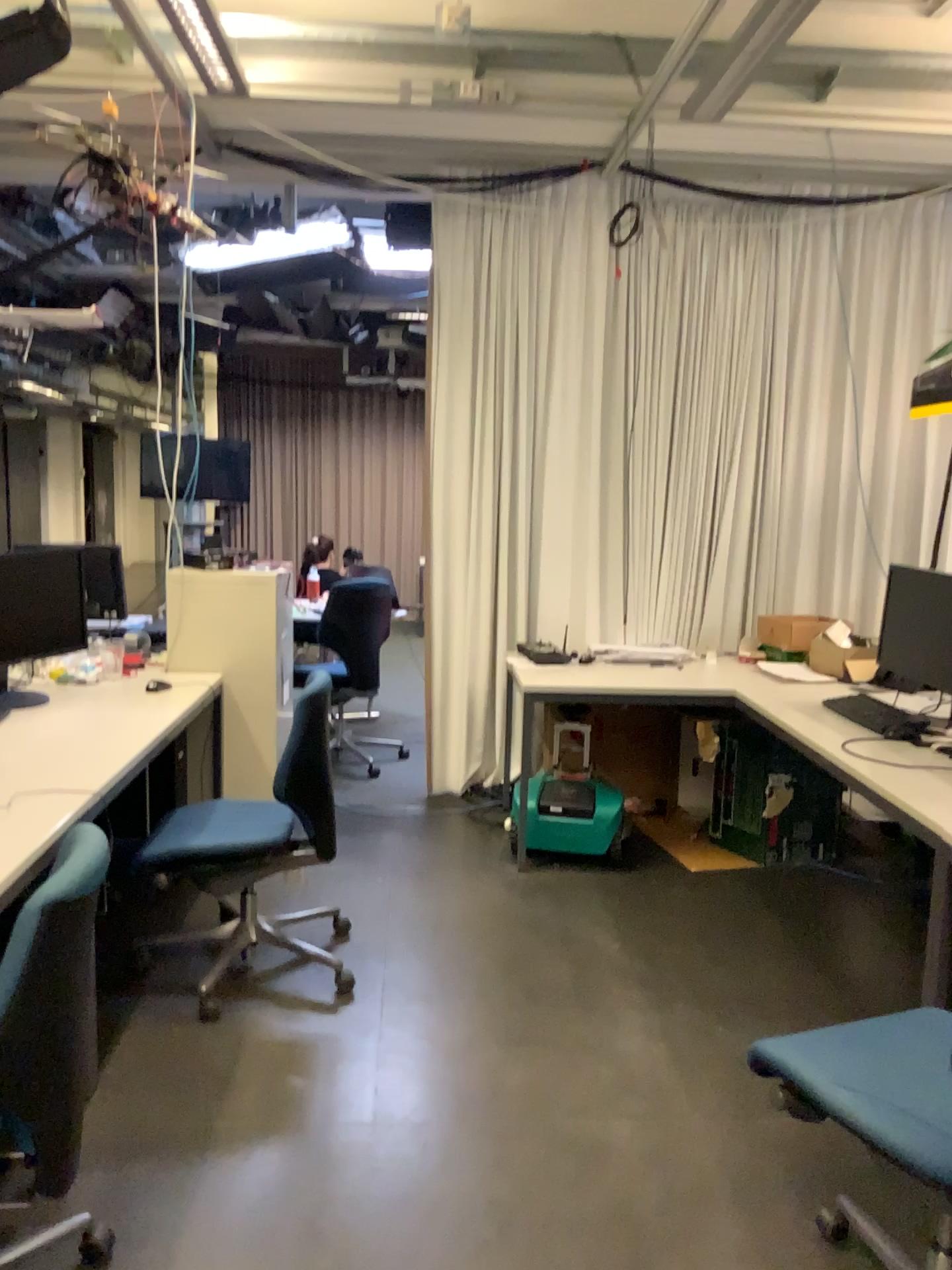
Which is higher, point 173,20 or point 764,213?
point 173,20

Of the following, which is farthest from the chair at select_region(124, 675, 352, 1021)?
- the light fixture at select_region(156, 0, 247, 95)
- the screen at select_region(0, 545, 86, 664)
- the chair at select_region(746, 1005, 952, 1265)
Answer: the light fixture at select_region(156, 0, 247, 95)

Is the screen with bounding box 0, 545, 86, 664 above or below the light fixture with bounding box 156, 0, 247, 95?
below

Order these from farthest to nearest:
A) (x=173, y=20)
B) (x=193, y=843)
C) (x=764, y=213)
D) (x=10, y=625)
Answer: (x=764, y=213) < (x=173, y=20) < (x=10, y=625) < (x=193, y=843)

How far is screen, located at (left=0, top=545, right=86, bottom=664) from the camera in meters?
3.4 m

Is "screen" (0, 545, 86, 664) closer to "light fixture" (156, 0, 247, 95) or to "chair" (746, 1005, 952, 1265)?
"light fixture" (156, 0, 247, 95)

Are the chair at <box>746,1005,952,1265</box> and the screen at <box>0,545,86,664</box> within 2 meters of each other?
no

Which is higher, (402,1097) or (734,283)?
(734,283)

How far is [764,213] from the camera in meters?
4.7 m

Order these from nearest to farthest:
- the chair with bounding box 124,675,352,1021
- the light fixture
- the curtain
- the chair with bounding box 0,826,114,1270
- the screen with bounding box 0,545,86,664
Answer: the chair with bounding box 0,826,114,1270 < the chair with bounding box 124,675,352,1021 < the screen with bounding box 0,545,86,664 < the light fixture < the curtain
